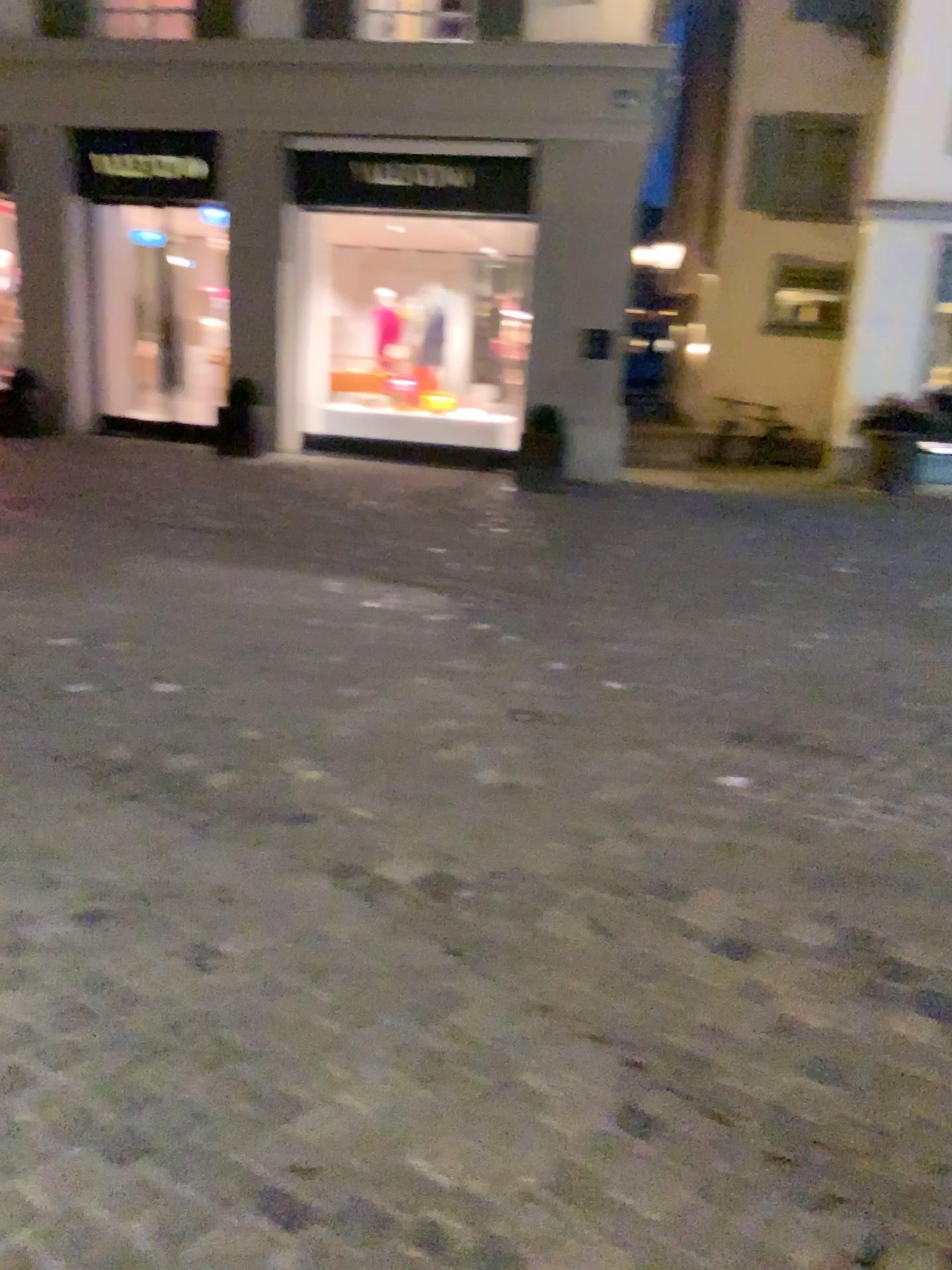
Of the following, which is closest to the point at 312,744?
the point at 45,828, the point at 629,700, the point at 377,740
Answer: the point at 377,740
